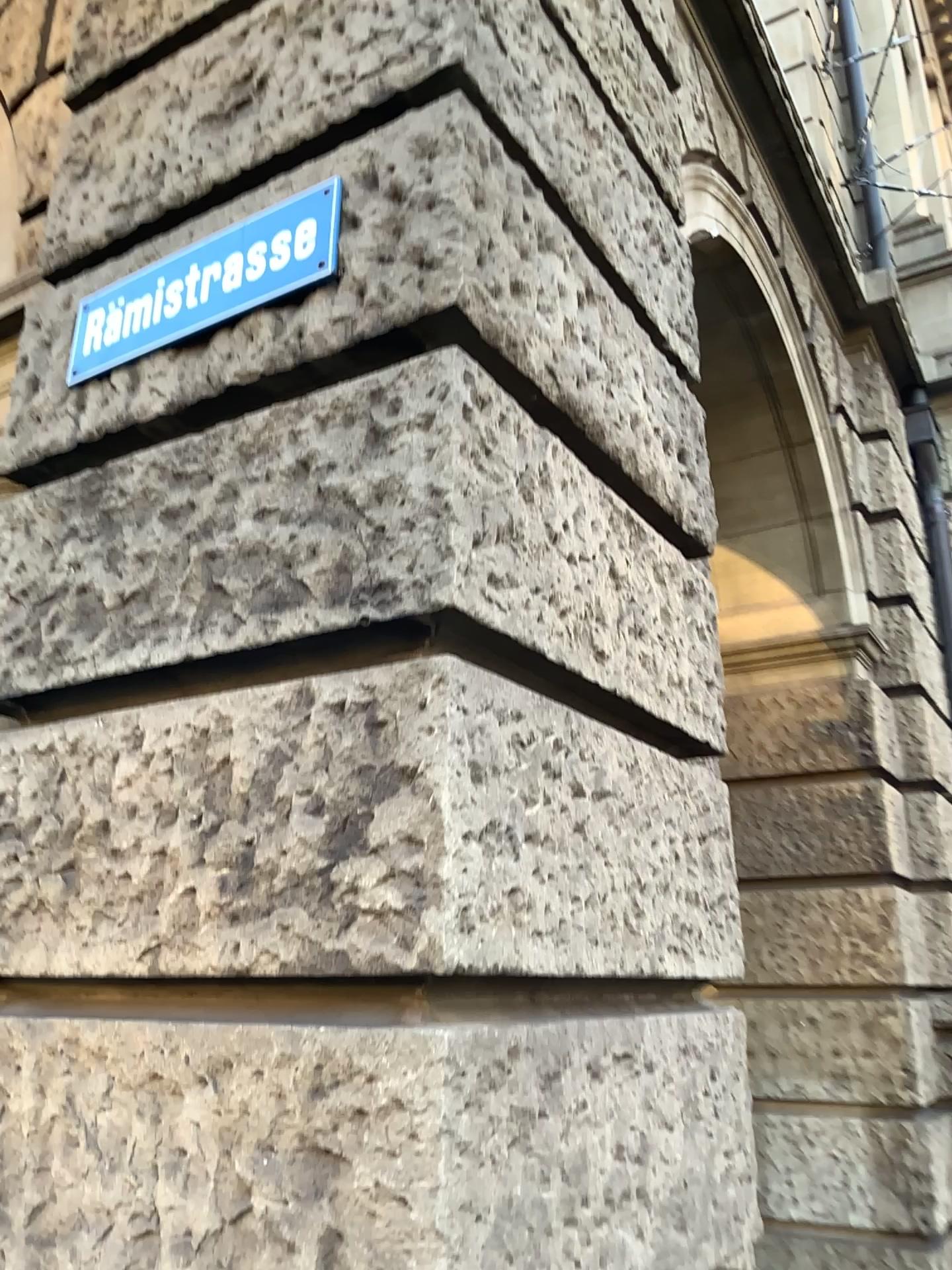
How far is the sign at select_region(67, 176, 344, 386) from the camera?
1.91m

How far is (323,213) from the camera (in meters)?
1.91

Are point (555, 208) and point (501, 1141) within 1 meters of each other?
no
